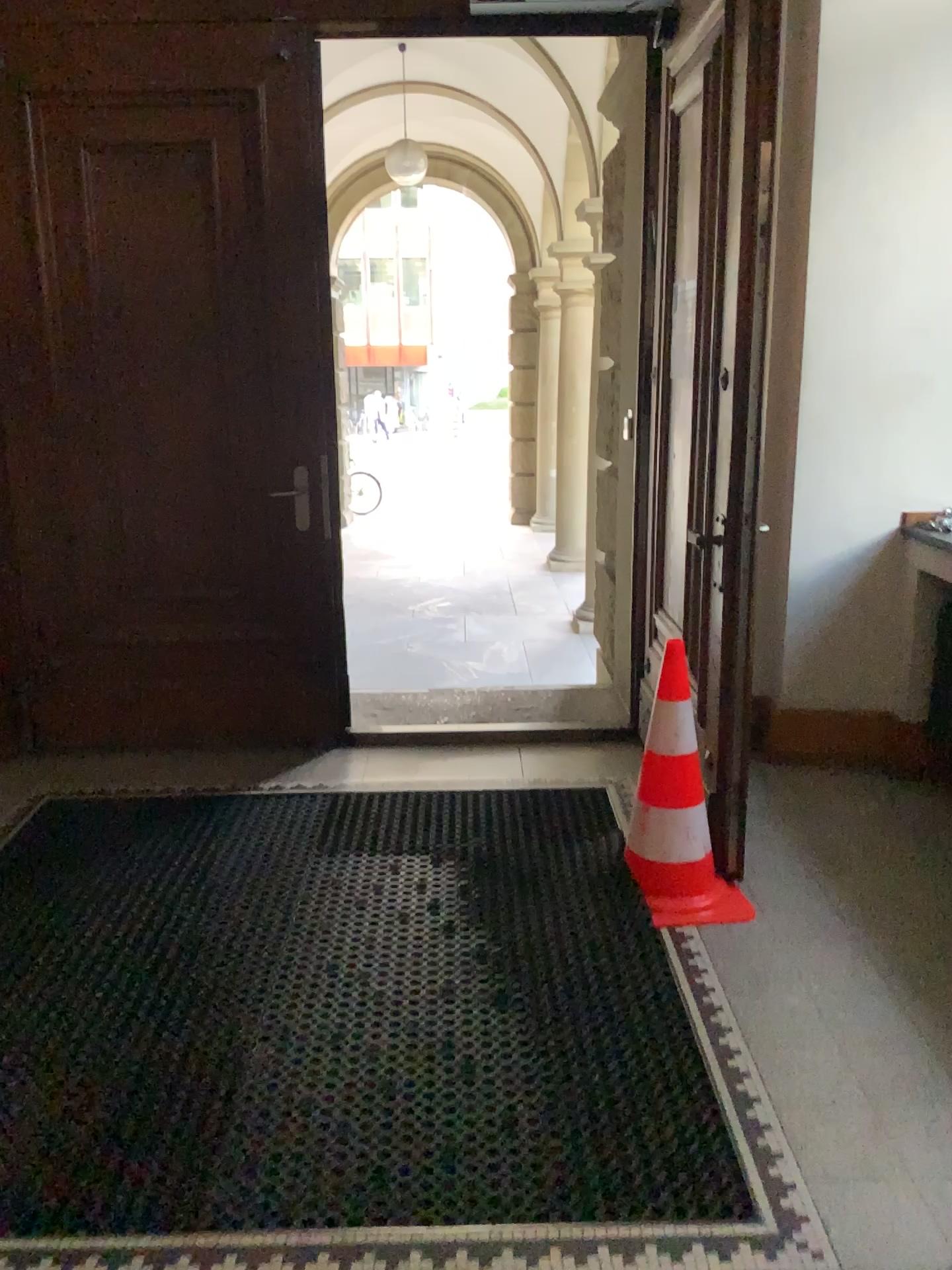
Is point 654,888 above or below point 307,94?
below

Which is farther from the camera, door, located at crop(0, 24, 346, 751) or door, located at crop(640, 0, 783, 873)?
door, located at crop(0, 24, 346, 751)

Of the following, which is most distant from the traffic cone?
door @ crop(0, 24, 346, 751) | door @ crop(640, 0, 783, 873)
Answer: door @ crop(0, 24, 346, 751)

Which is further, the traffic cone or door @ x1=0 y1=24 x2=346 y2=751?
door @ x1=0 y1=24 x2=346 y2=751

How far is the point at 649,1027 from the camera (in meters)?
2.41

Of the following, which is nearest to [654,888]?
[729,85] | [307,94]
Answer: [729,85]

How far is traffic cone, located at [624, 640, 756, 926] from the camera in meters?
2.9 m

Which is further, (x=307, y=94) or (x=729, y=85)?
(x=307, y=94)

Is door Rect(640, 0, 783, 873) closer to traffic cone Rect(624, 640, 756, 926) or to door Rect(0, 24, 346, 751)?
traffic cone Rect(624, 640, 756, 926)
